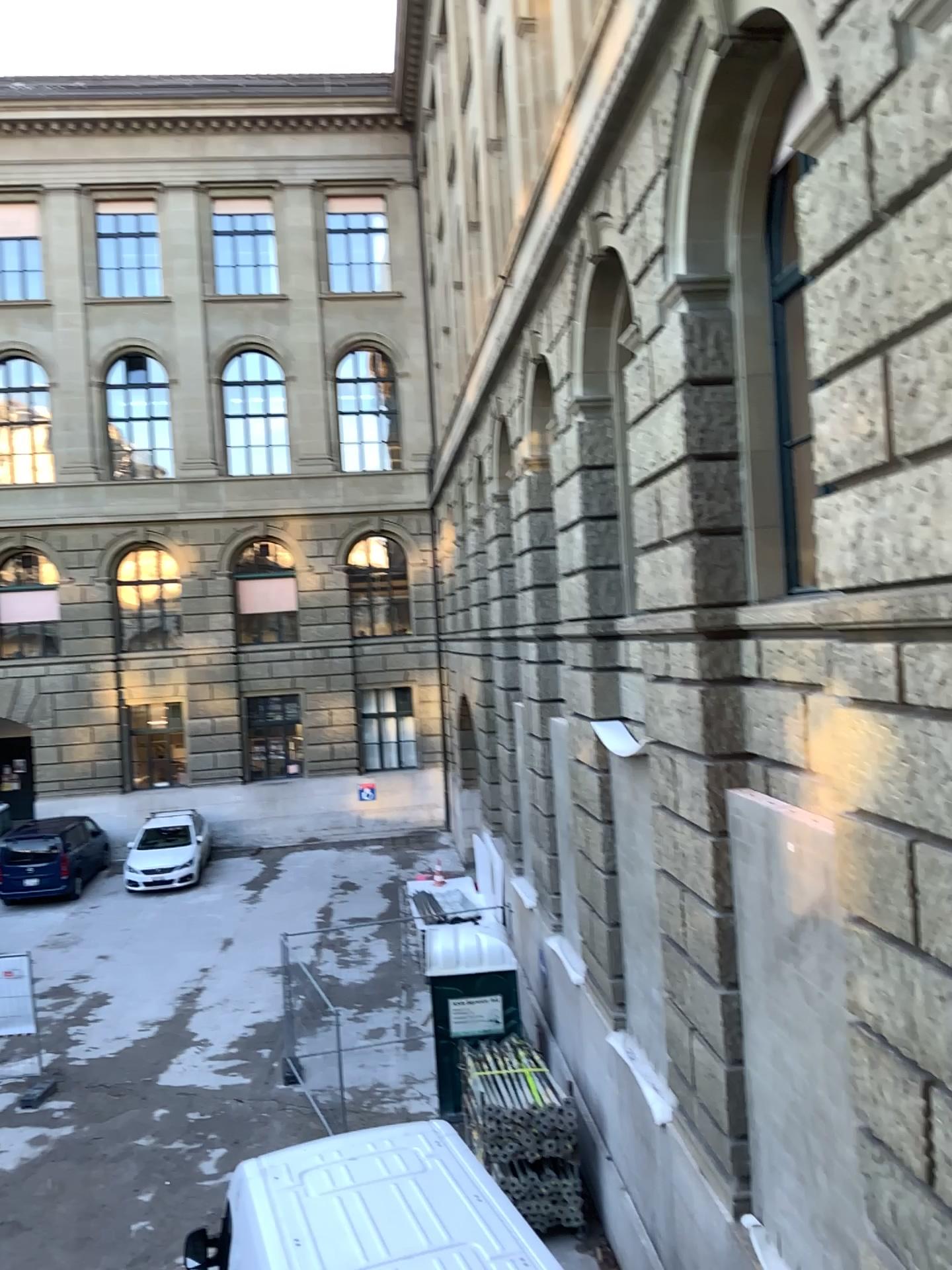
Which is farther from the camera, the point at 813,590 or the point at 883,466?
the point at 813,590
